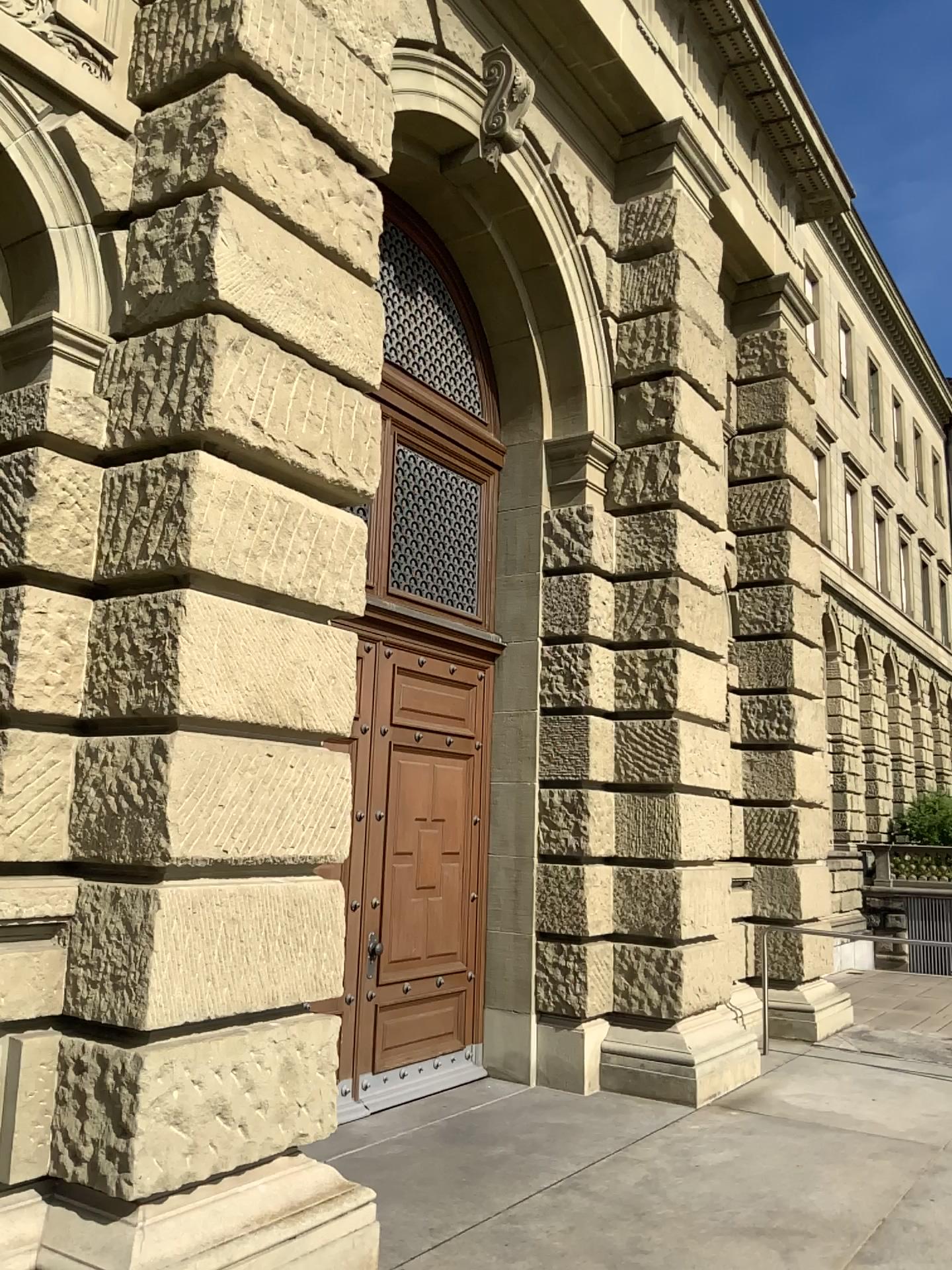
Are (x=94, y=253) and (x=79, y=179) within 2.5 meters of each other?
yes
